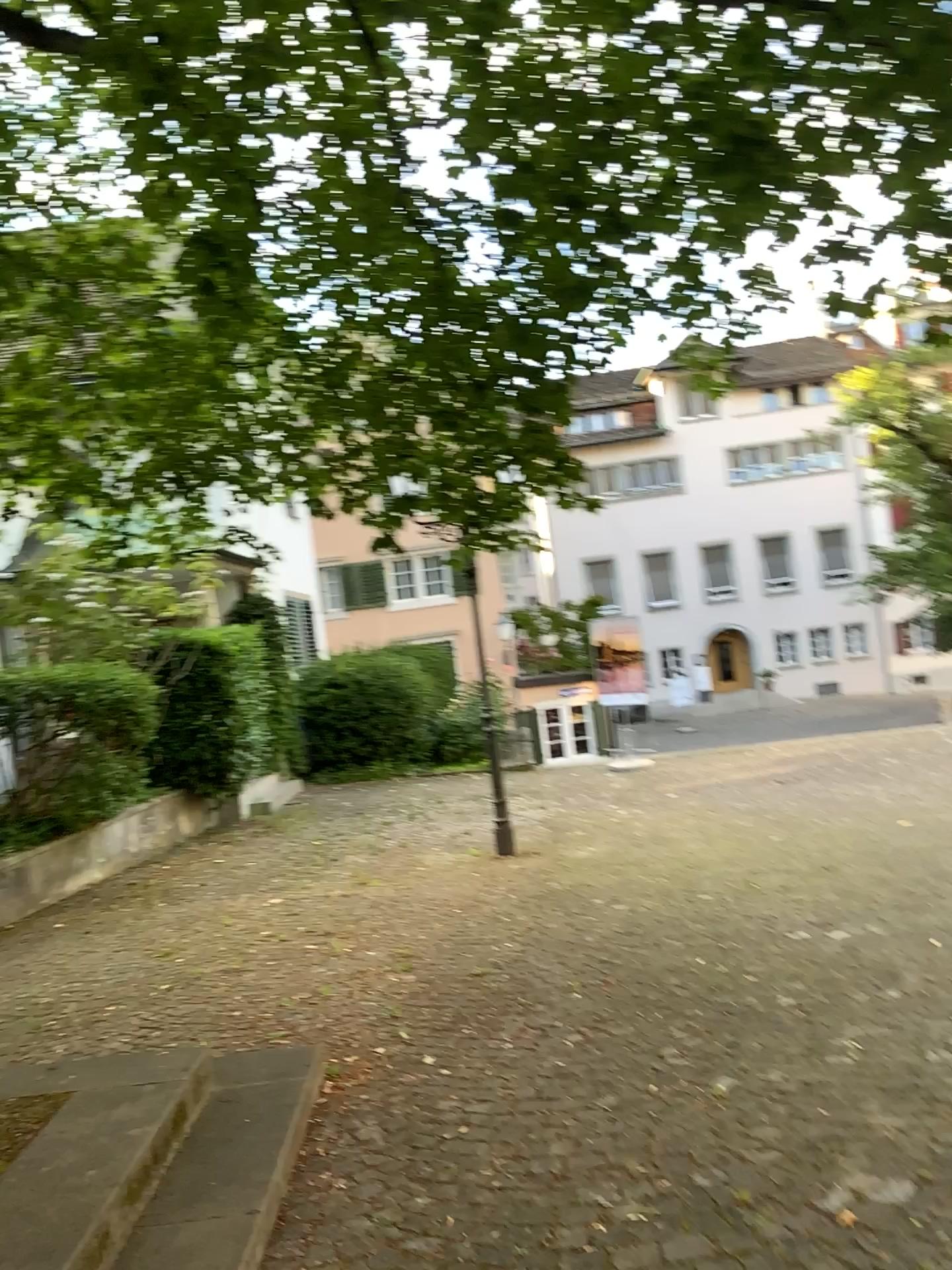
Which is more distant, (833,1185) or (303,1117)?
(303,1117)
